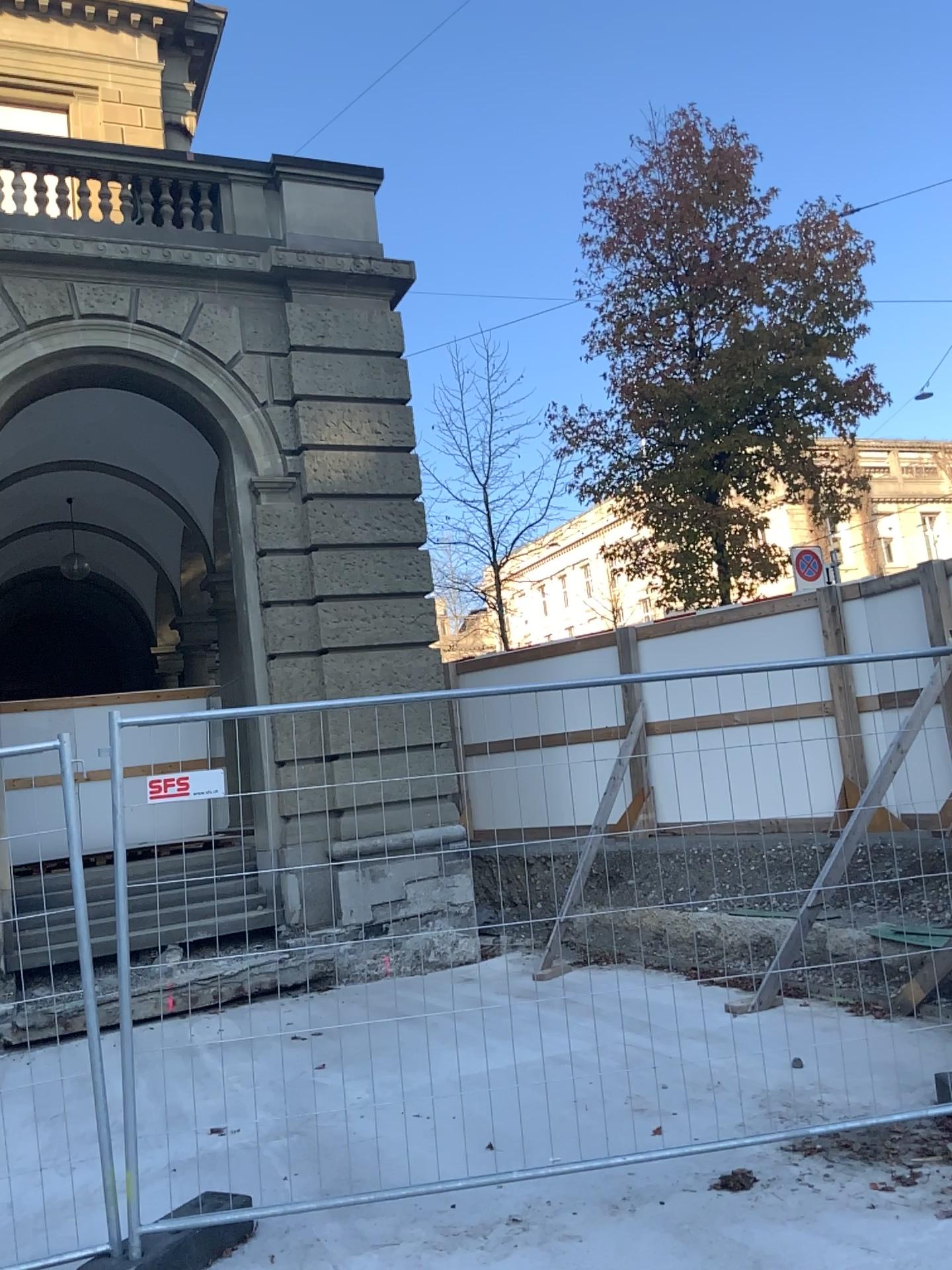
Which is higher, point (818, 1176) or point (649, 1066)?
point (649, 1066)
